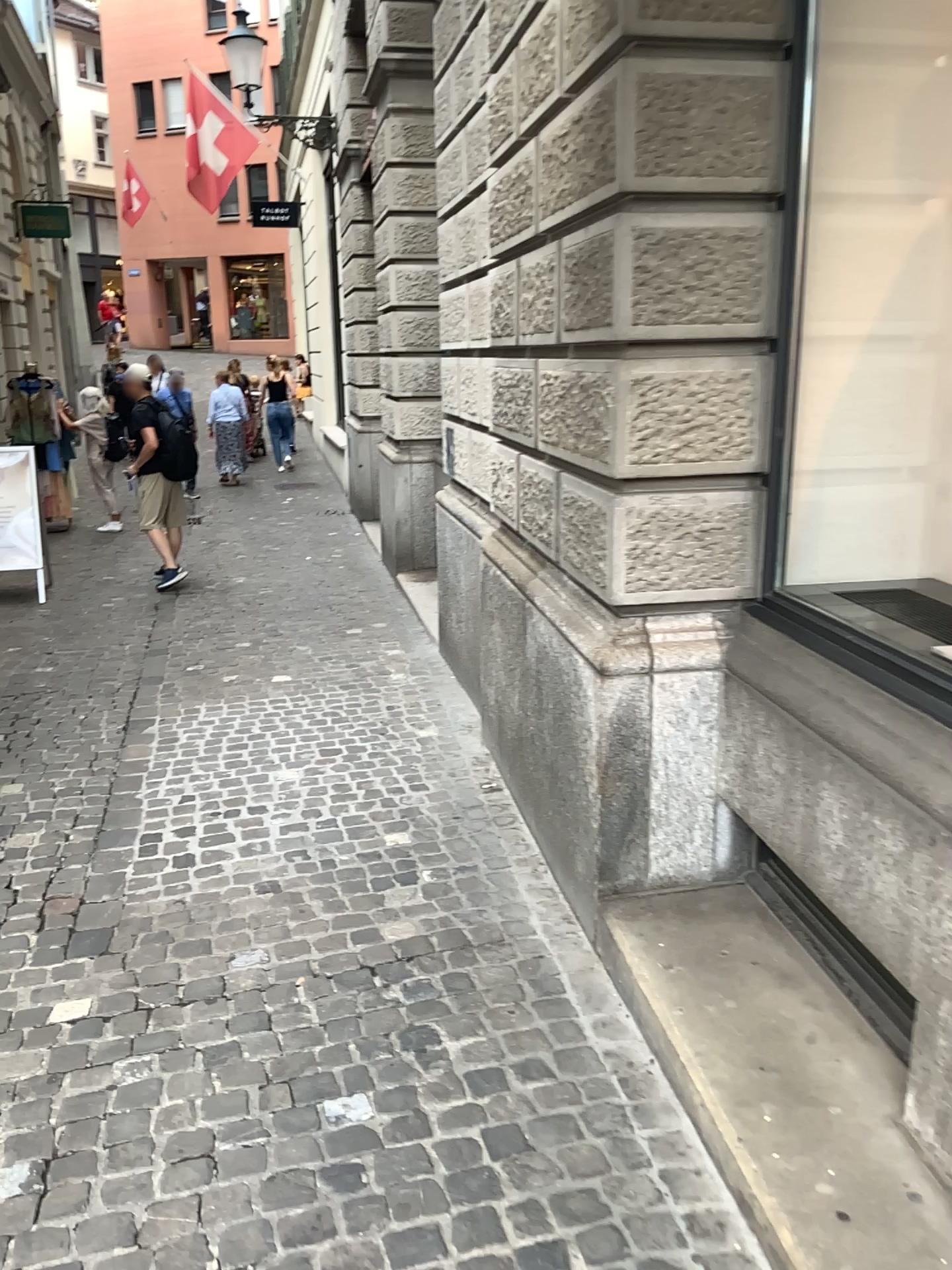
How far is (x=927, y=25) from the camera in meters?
2.5 m

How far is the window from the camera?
2.5 meters

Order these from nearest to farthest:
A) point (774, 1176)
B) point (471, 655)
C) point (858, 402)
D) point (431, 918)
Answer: point (774, 1176), point (858, 402), point (431, 918), point (471, 655)
